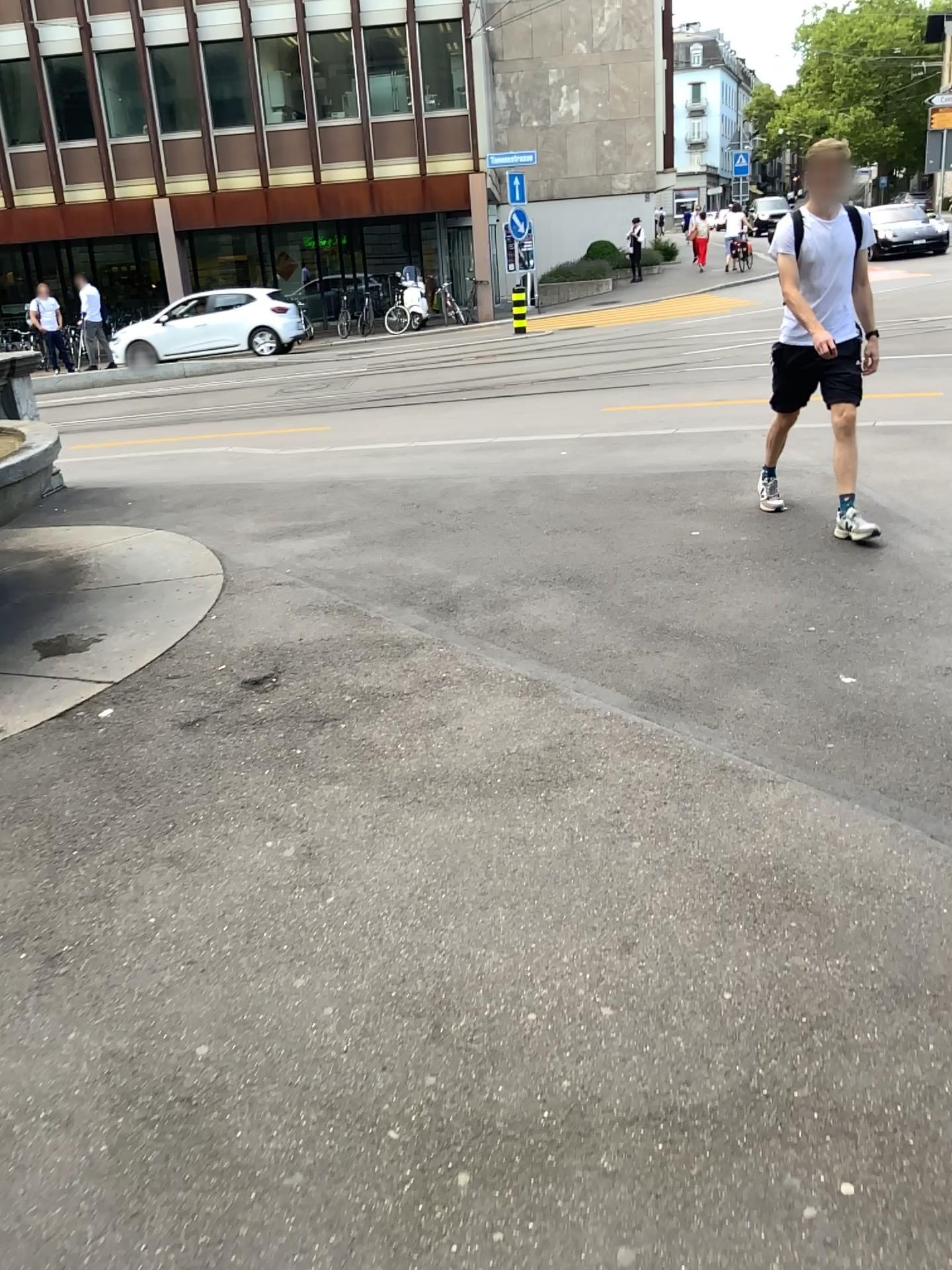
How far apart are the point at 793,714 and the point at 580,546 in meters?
2.3 m
